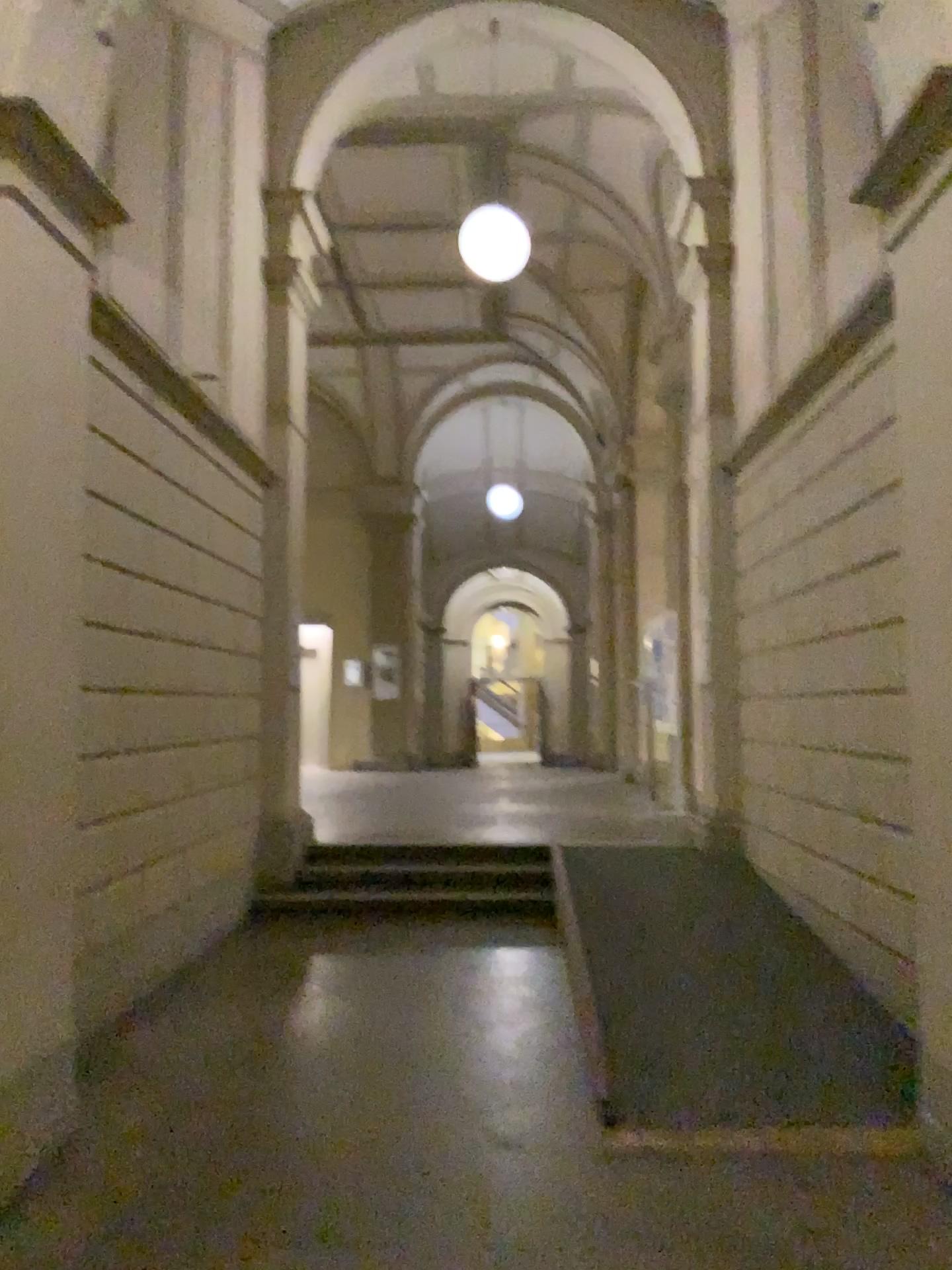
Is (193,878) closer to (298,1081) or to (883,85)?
(298,1081)

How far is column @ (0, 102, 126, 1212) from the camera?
2.9m

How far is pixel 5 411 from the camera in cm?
293
